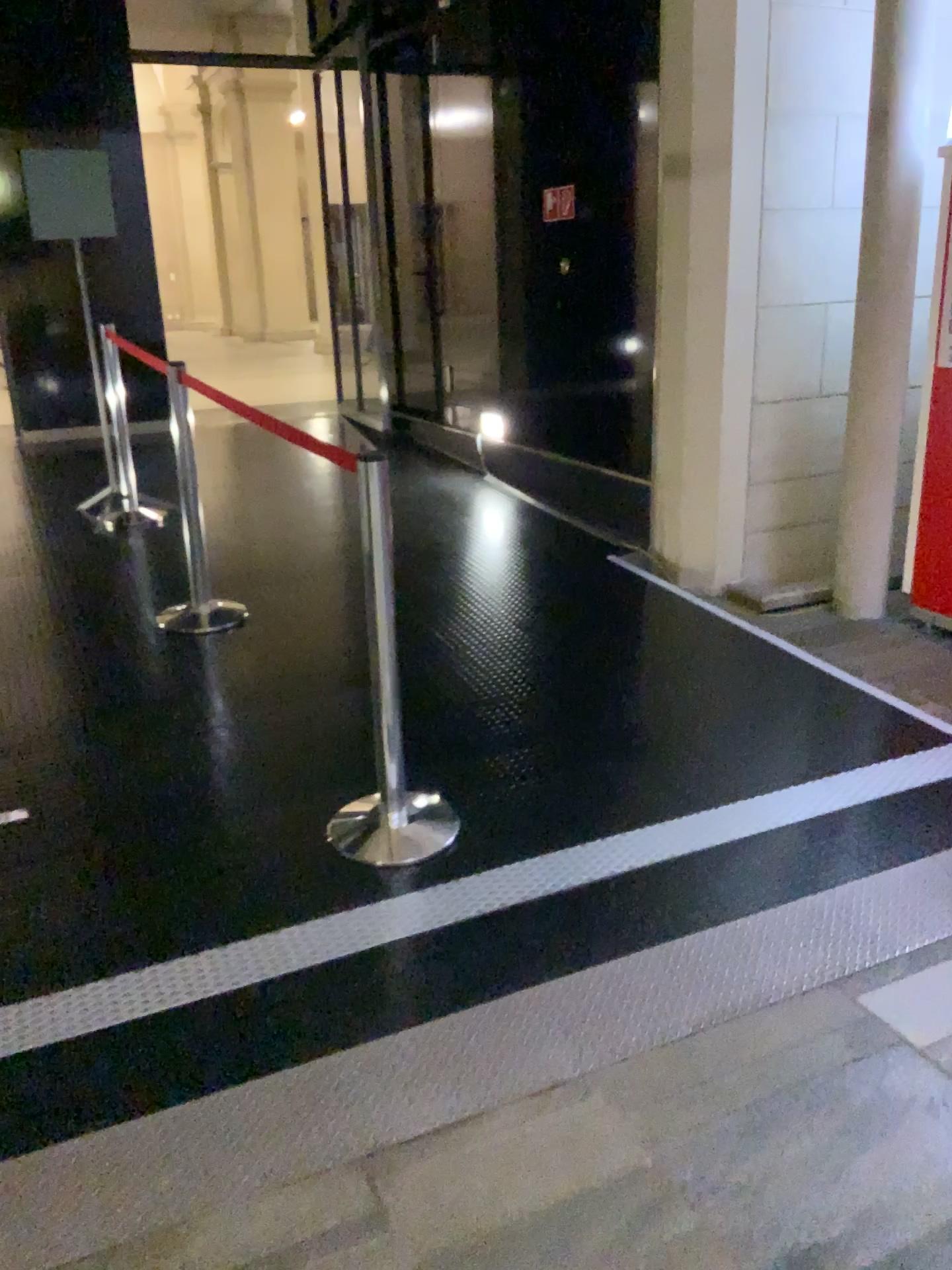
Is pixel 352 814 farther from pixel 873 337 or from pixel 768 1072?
pixel 873 337

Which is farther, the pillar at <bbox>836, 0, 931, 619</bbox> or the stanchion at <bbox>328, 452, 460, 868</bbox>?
the pillar at <bbox>836, 0, 931, 619</bbox>

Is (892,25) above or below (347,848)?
above

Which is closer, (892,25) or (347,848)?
(347,848)
